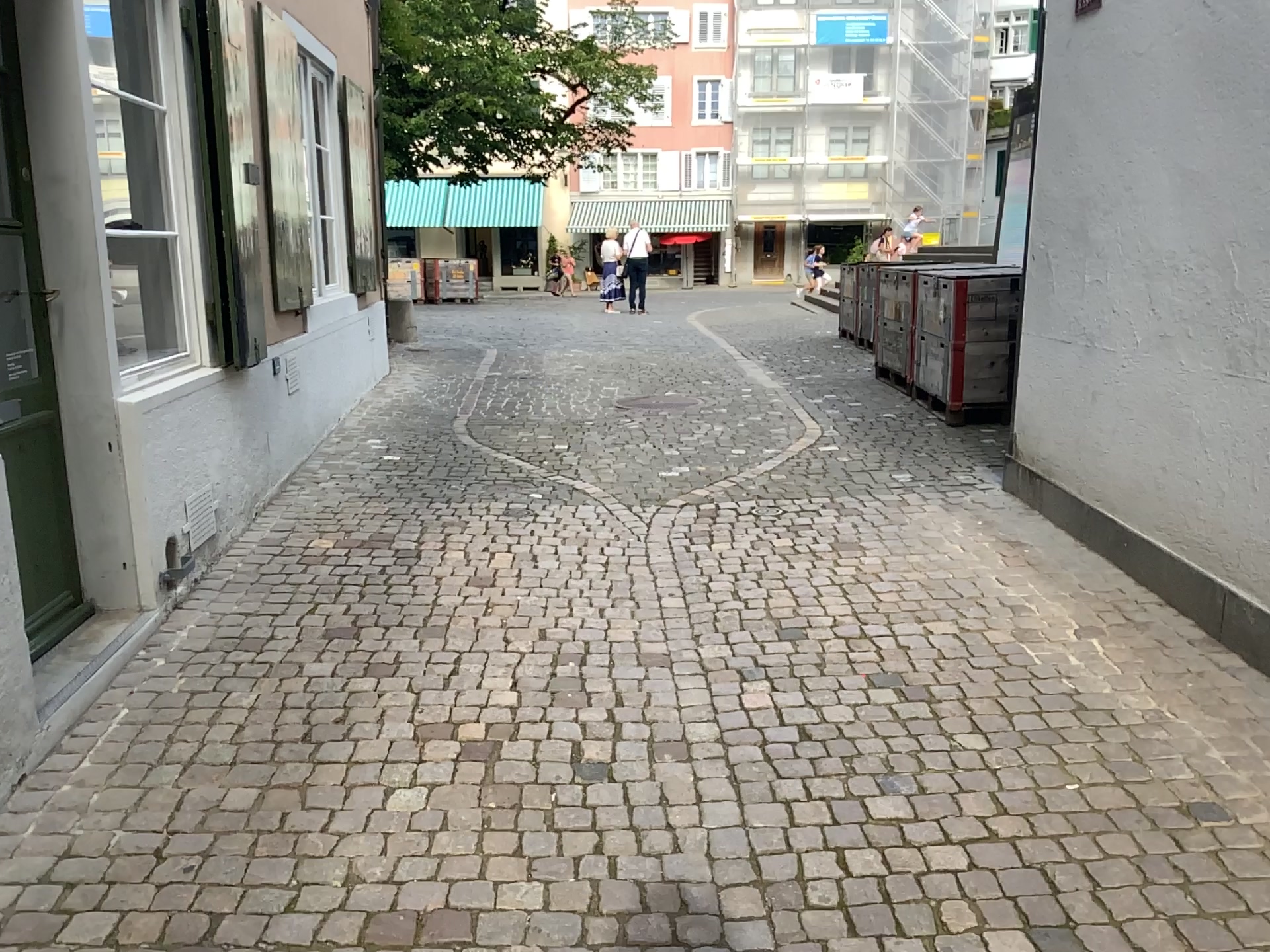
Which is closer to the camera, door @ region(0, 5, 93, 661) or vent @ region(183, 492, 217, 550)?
door @ region(0, 5, 93, 661)

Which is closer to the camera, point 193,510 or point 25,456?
point 25,456

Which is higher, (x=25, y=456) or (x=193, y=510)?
(x=25, y=456)

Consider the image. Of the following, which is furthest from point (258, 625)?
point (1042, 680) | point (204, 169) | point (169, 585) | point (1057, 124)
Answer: point (1057, 124)
